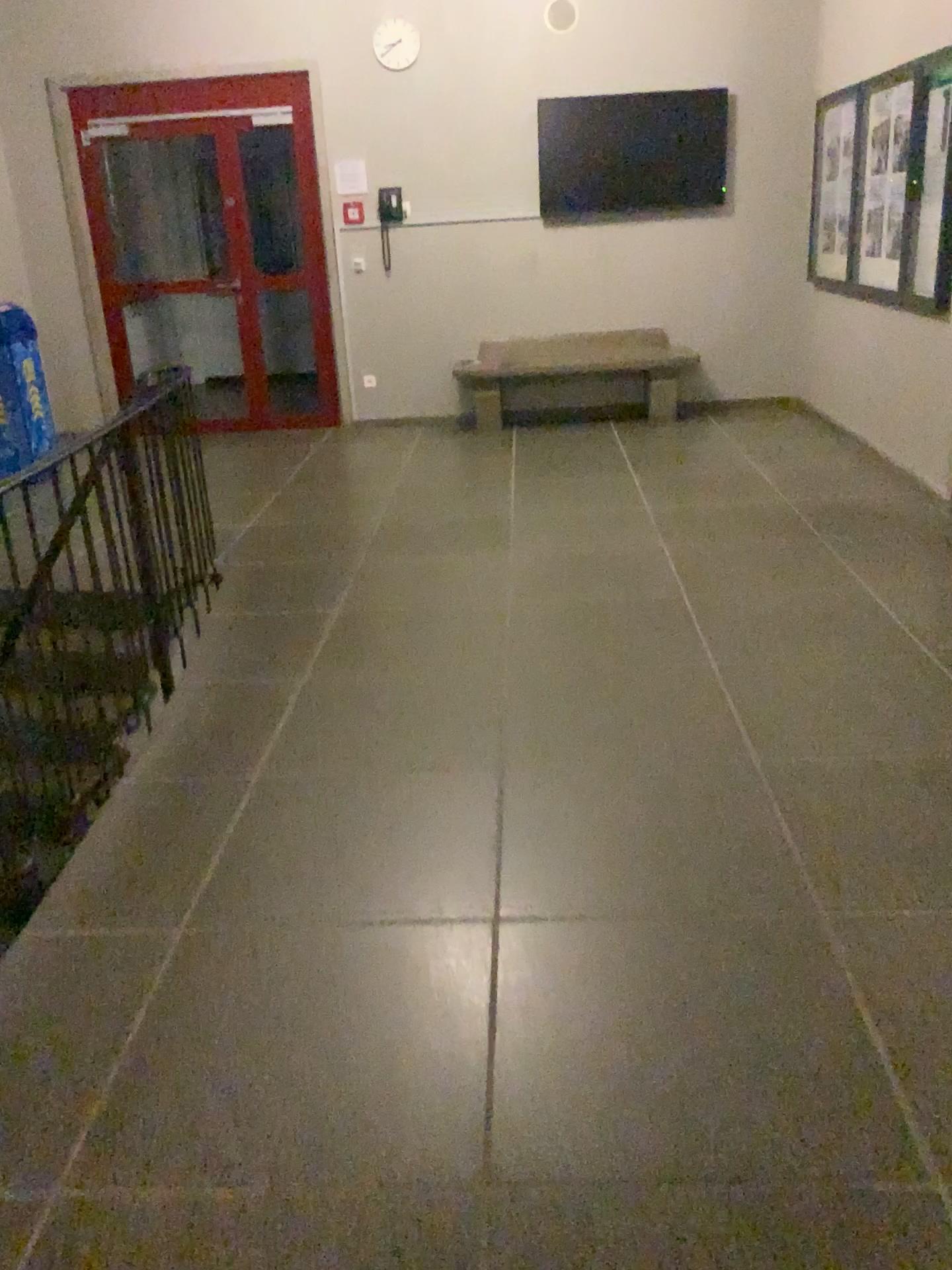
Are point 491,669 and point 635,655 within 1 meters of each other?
yes
